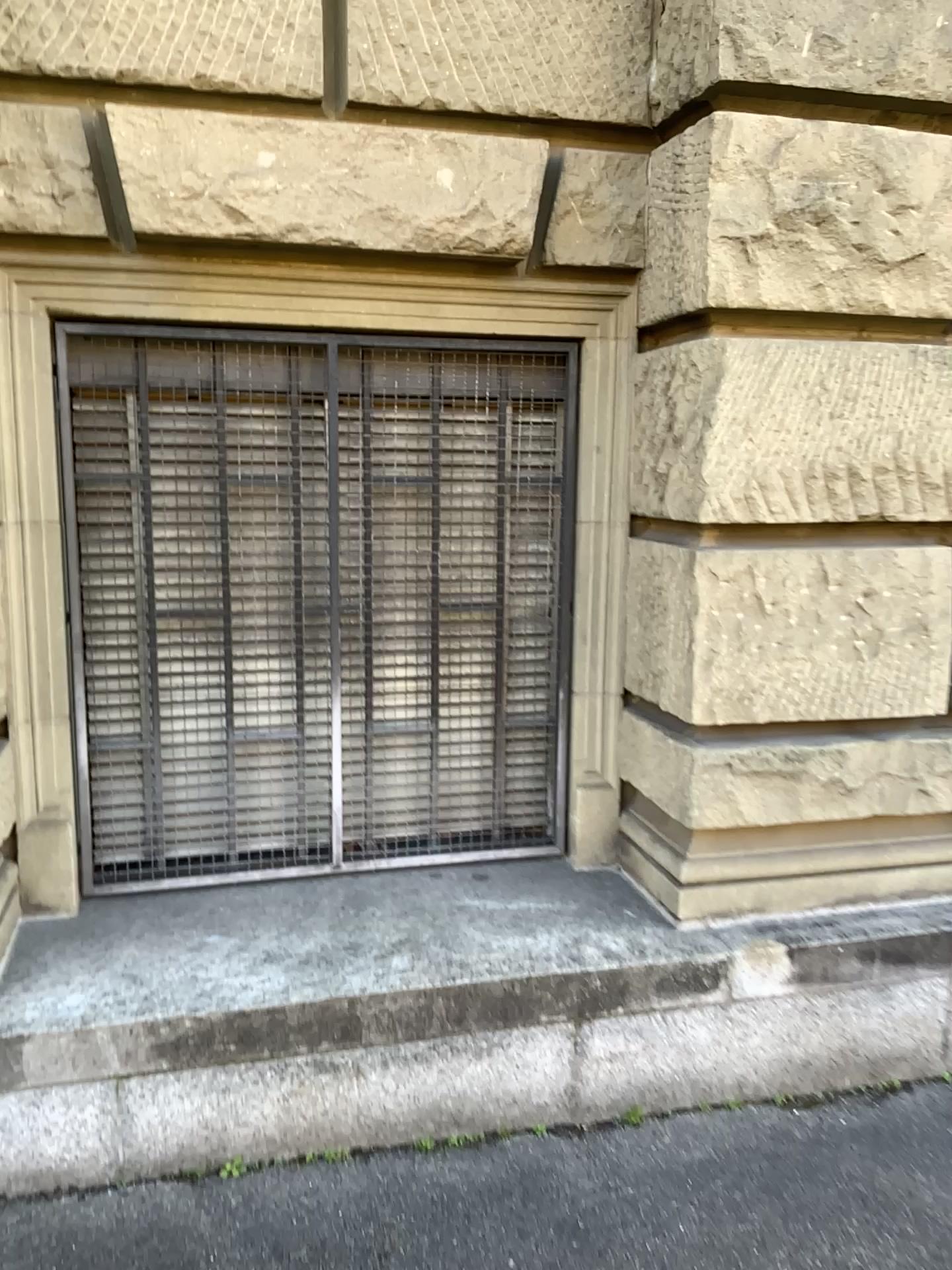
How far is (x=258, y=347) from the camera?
2.8m

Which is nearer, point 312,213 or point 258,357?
point 312,213

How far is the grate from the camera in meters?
2.8 m
